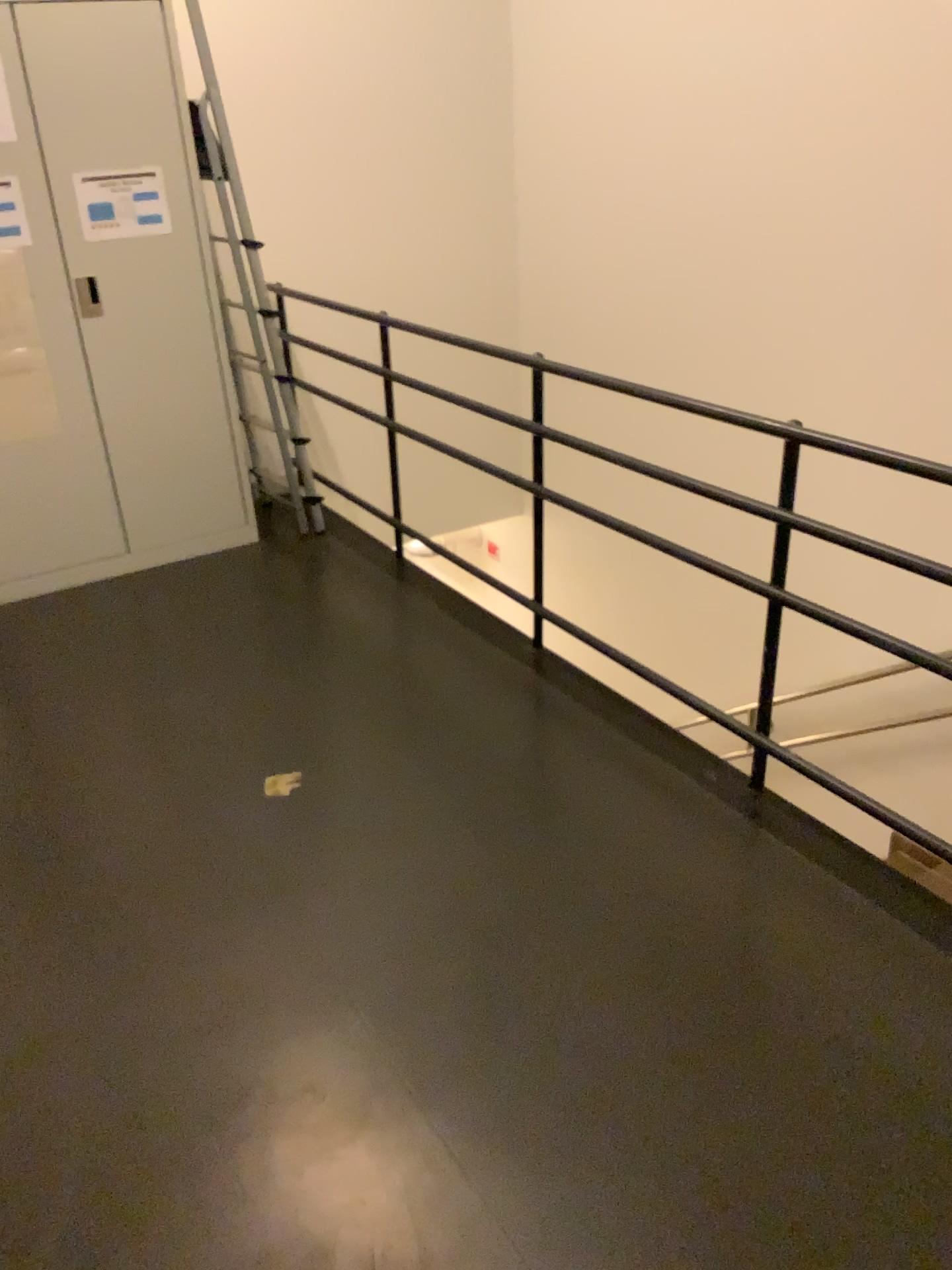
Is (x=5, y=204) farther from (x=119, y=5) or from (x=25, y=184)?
(x=119, y=5)

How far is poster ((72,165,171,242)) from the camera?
3.5m

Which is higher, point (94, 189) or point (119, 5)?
point (119, 5)

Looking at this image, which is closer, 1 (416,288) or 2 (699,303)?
2 (699,303)

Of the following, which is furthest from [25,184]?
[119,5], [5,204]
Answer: [119,5]
